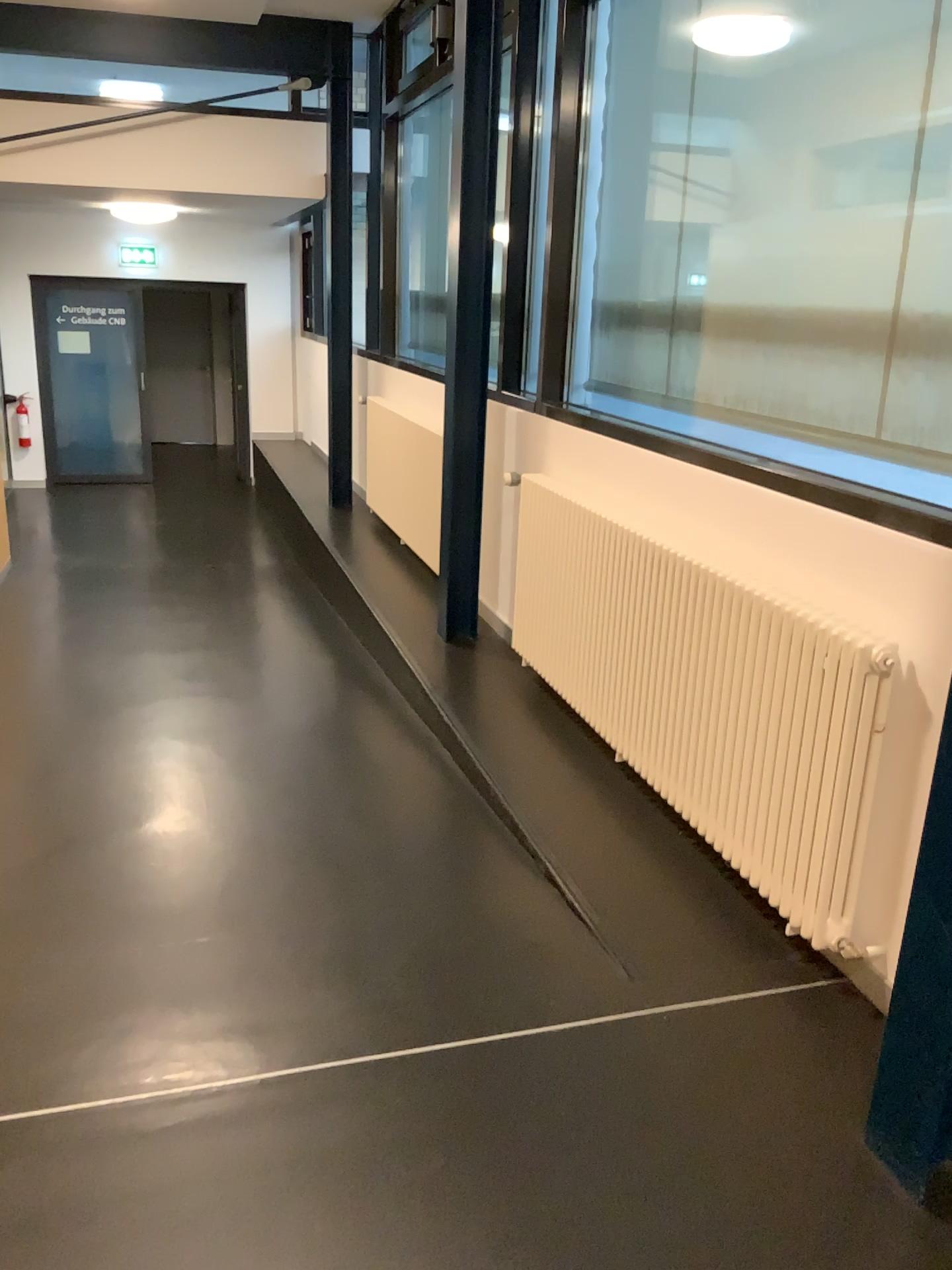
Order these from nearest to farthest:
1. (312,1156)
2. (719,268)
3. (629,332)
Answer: (312,1156)
(719,268)
(629,332)
